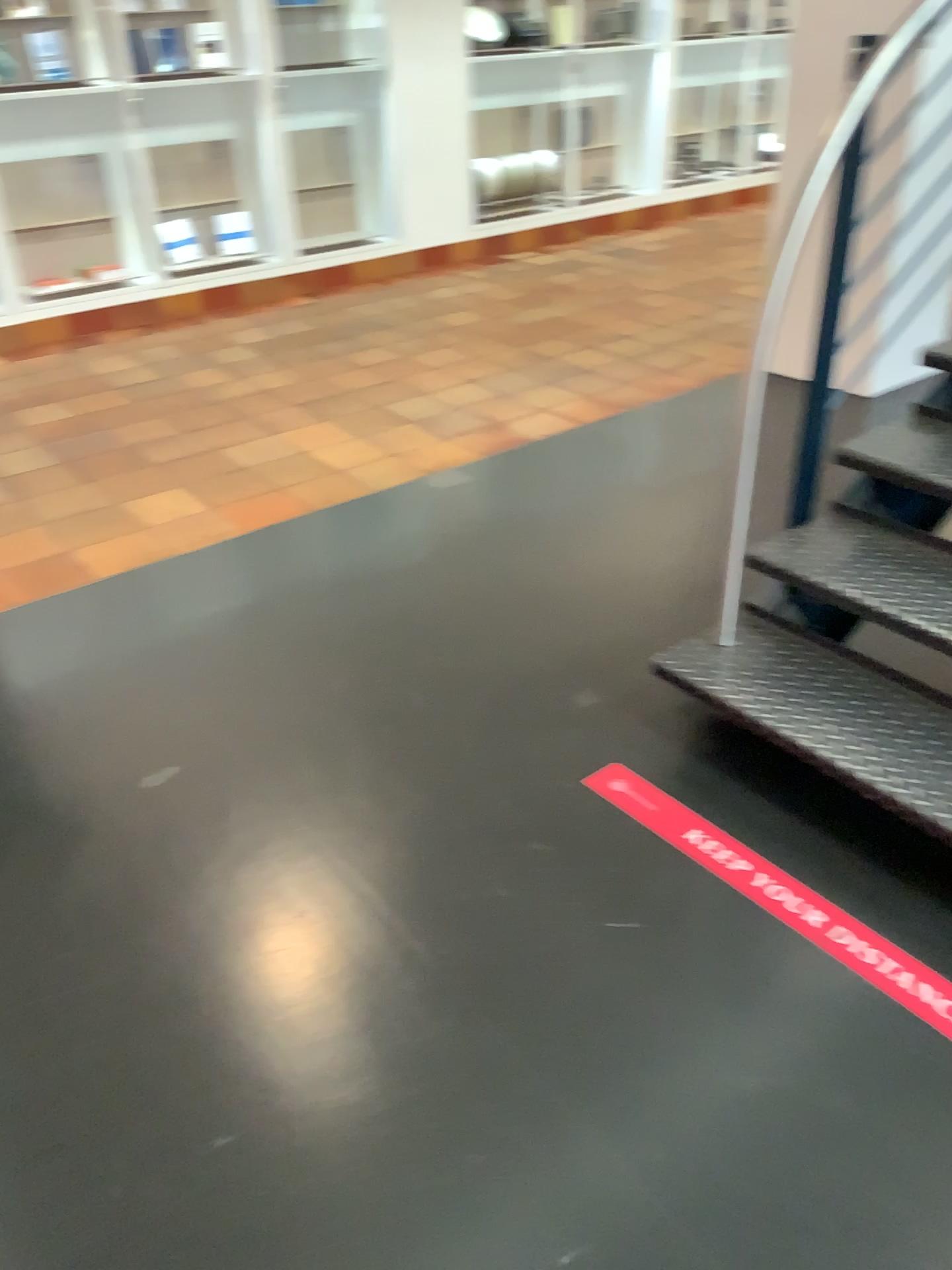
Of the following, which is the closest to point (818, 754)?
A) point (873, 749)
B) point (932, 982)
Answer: point (873, 749)

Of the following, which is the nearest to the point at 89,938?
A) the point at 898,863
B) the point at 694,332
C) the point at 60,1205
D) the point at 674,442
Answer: the point at 60,1205

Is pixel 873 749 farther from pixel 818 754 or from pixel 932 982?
pixel 932 982
